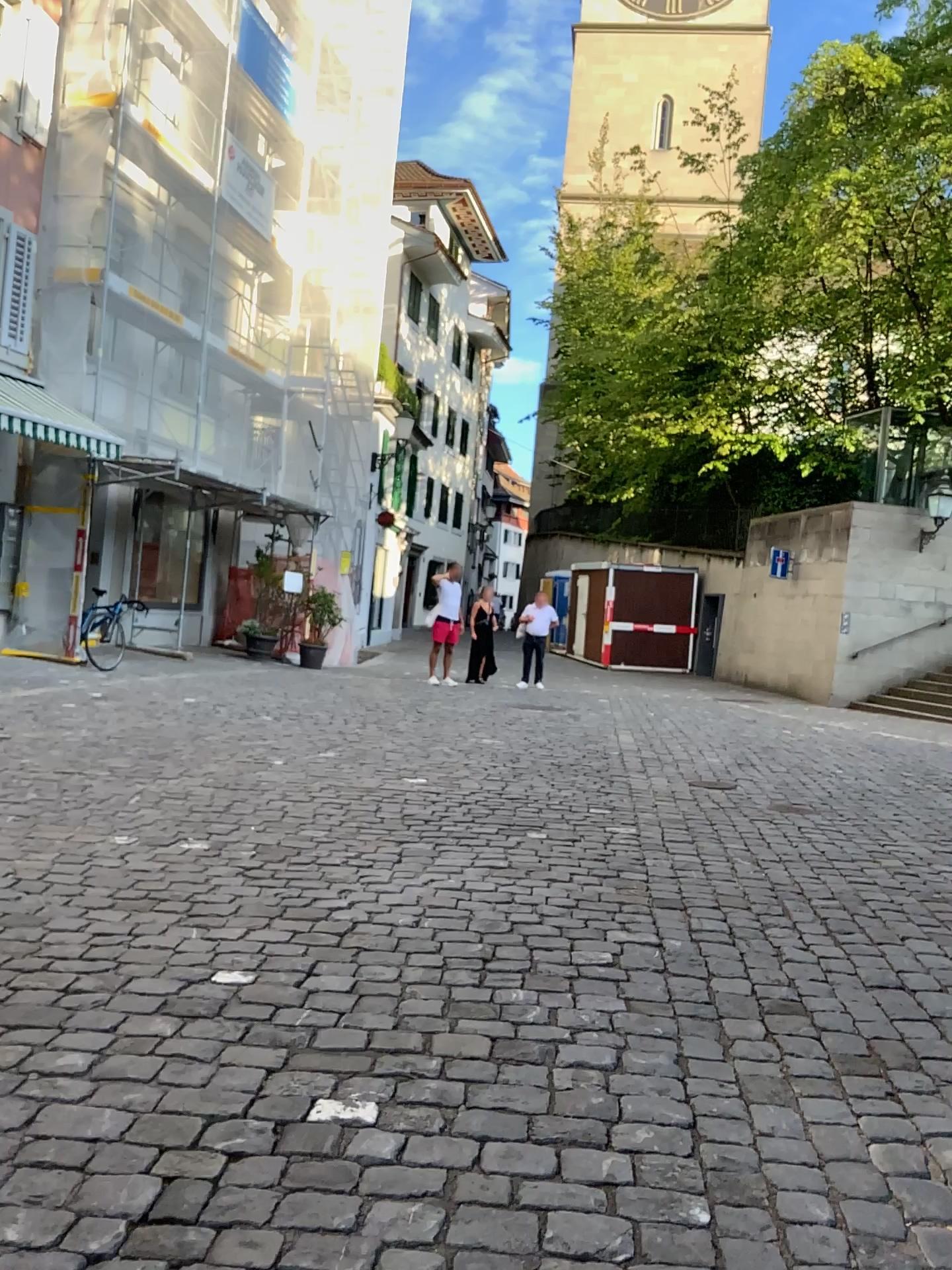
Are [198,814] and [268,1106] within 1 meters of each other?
no
